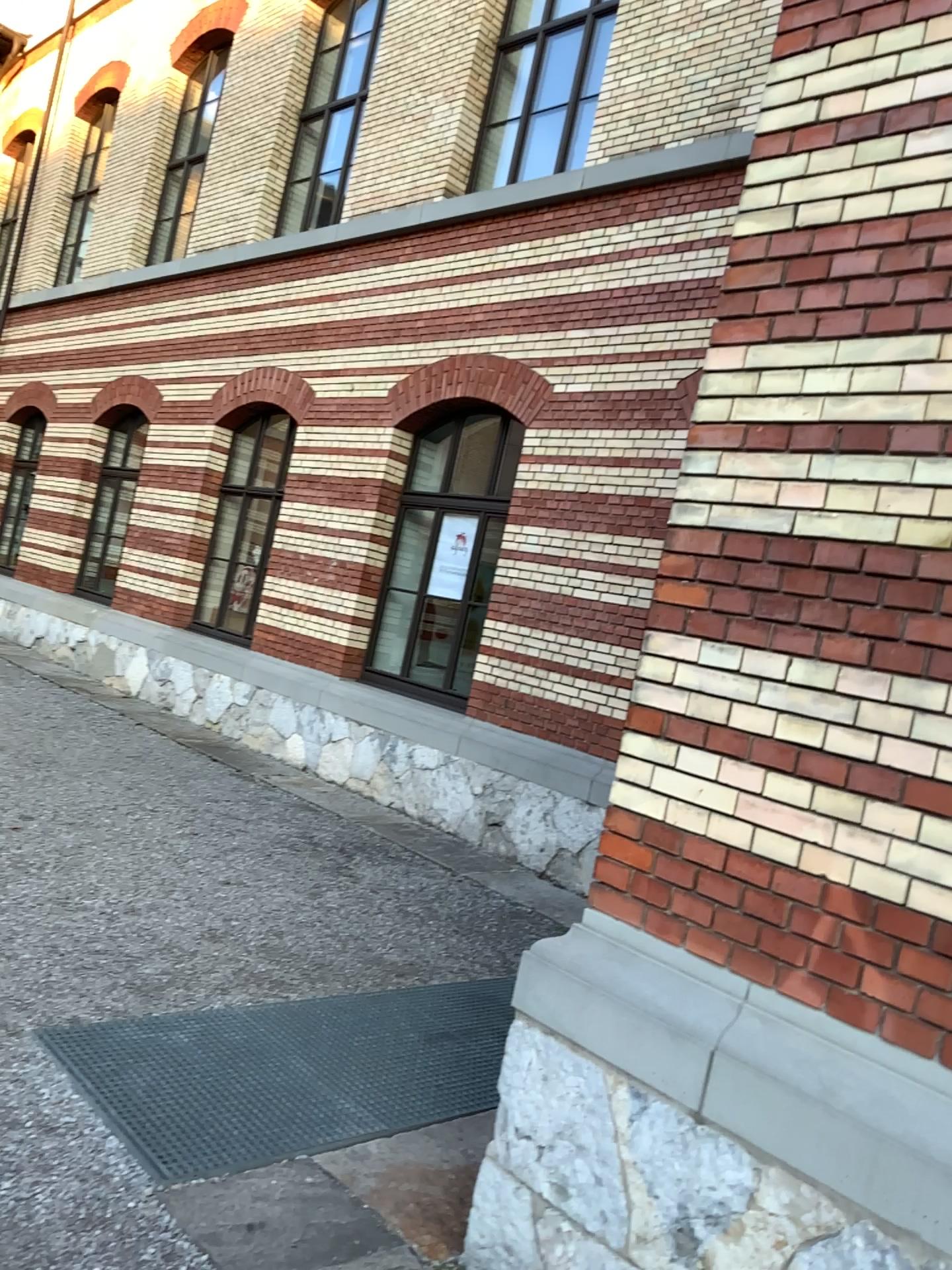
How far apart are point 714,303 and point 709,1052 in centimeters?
193cm
